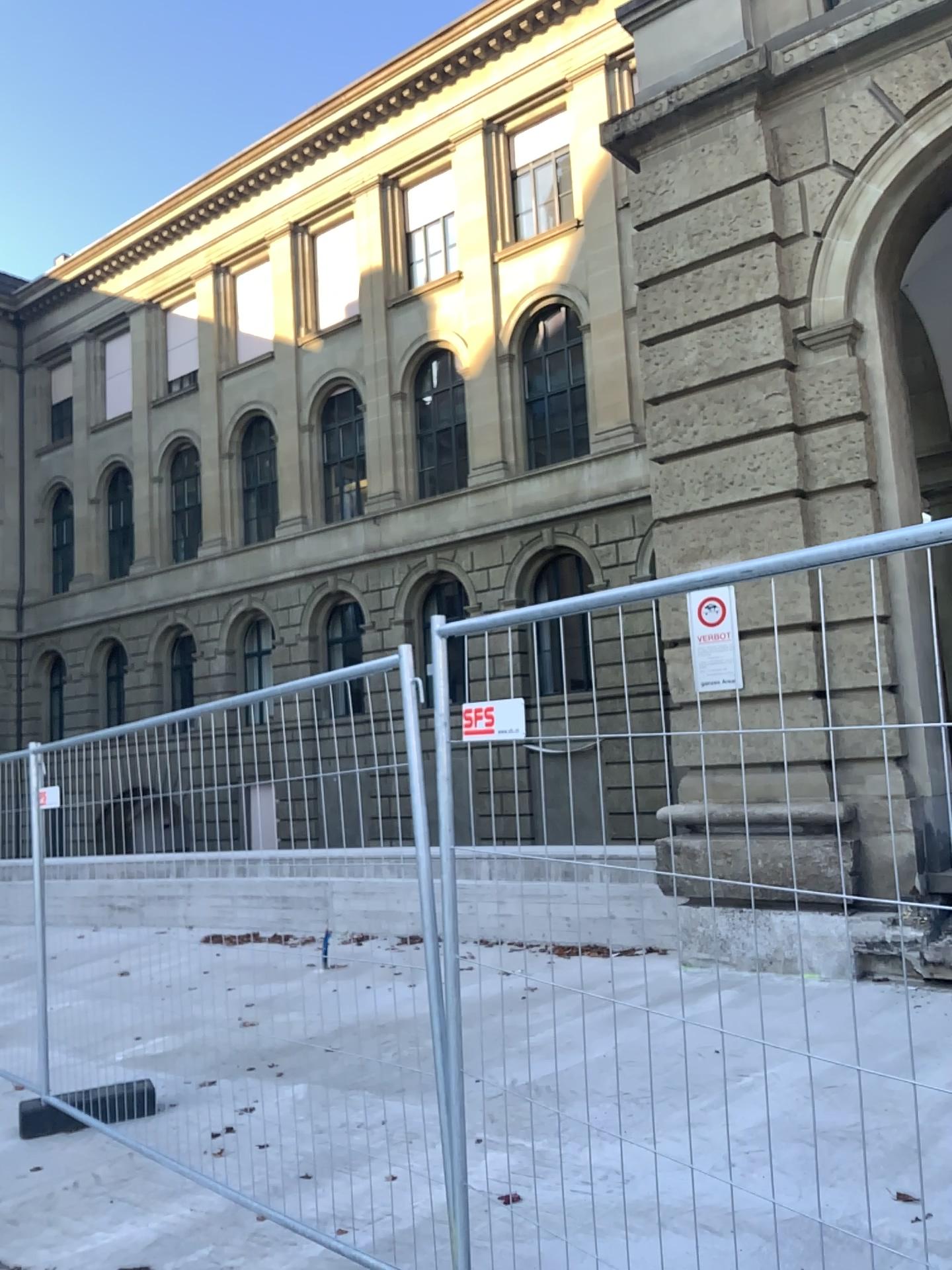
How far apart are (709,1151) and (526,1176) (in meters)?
0.74
